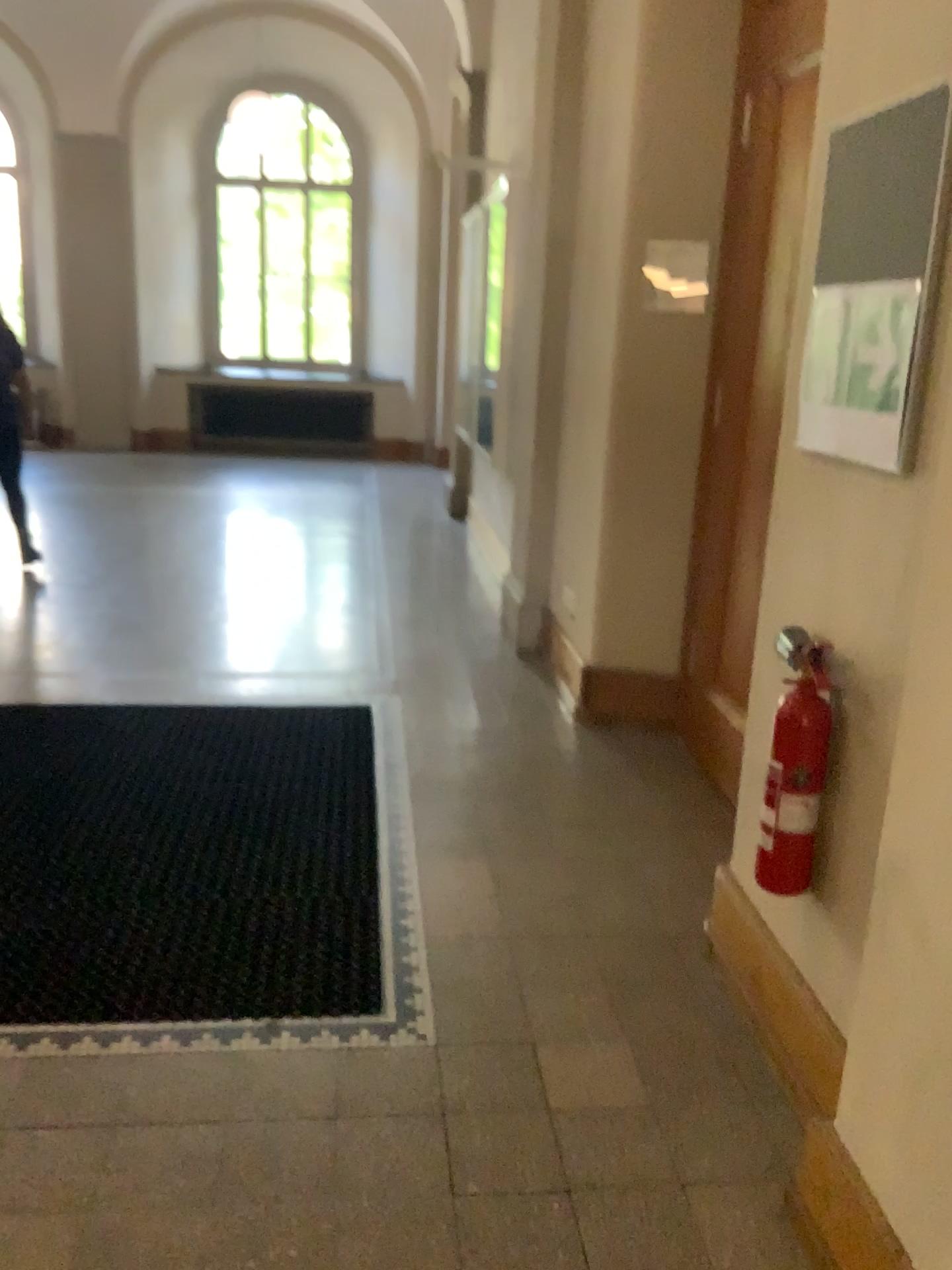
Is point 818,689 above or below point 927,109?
below

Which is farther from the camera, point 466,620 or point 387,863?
point 466,620

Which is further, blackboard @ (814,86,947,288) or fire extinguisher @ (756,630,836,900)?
fire extinguisher @ (756,630,836,900)

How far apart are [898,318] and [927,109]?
0.3 meters

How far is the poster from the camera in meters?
1.7

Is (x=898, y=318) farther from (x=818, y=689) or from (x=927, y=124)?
(x=818, y=689)

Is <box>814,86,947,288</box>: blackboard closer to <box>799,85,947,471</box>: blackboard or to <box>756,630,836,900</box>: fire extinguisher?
<box>799,85,947,471</box>: blackboard

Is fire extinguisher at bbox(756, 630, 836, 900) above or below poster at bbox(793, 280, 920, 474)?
below

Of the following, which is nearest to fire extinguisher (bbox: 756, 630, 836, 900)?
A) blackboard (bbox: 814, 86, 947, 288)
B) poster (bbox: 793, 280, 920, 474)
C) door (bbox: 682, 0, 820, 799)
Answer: poster (bbox: 793, 280, 920, 474)

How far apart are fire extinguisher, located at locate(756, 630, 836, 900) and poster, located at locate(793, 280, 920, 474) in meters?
0.4 m
